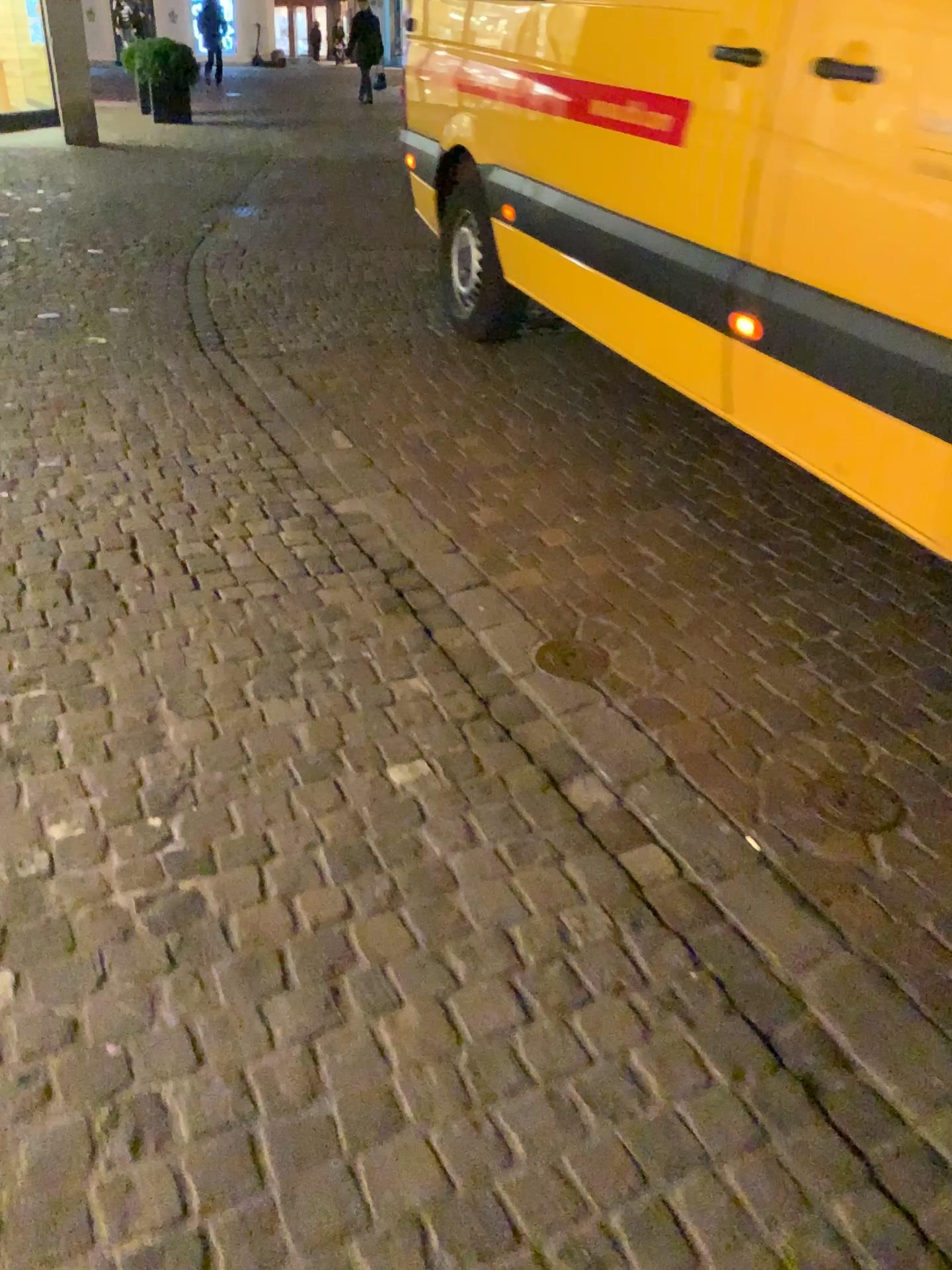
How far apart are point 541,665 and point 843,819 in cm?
77

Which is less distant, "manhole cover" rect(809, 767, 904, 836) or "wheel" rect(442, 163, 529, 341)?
"manhole cover" rect(809, 767, 904, 836)

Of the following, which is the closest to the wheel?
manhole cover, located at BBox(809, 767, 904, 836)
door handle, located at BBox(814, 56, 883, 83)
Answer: door handle, located at BBox(814, 56, 883, 83)

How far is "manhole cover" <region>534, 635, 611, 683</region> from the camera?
2.5 meters

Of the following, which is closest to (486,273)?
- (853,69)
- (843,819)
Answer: (853,69)

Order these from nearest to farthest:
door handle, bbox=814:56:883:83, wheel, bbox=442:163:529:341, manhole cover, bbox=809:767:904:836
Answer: manhole cover, bbox=809:767:904:836
door handle, bbox=814:56:883:83
wheel, bbox=442:163:529:341

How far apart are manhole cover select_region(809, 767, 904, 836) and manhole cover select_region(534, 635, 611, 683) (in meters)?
0.59

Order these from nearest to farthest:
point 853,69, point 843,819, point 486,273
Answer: point 843,819 < point 853,69 < point 486,273

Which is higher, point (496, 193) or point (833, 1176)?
point (496, 193)

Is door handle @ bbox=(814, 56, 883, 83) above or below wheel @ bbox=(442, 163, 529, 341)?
above
